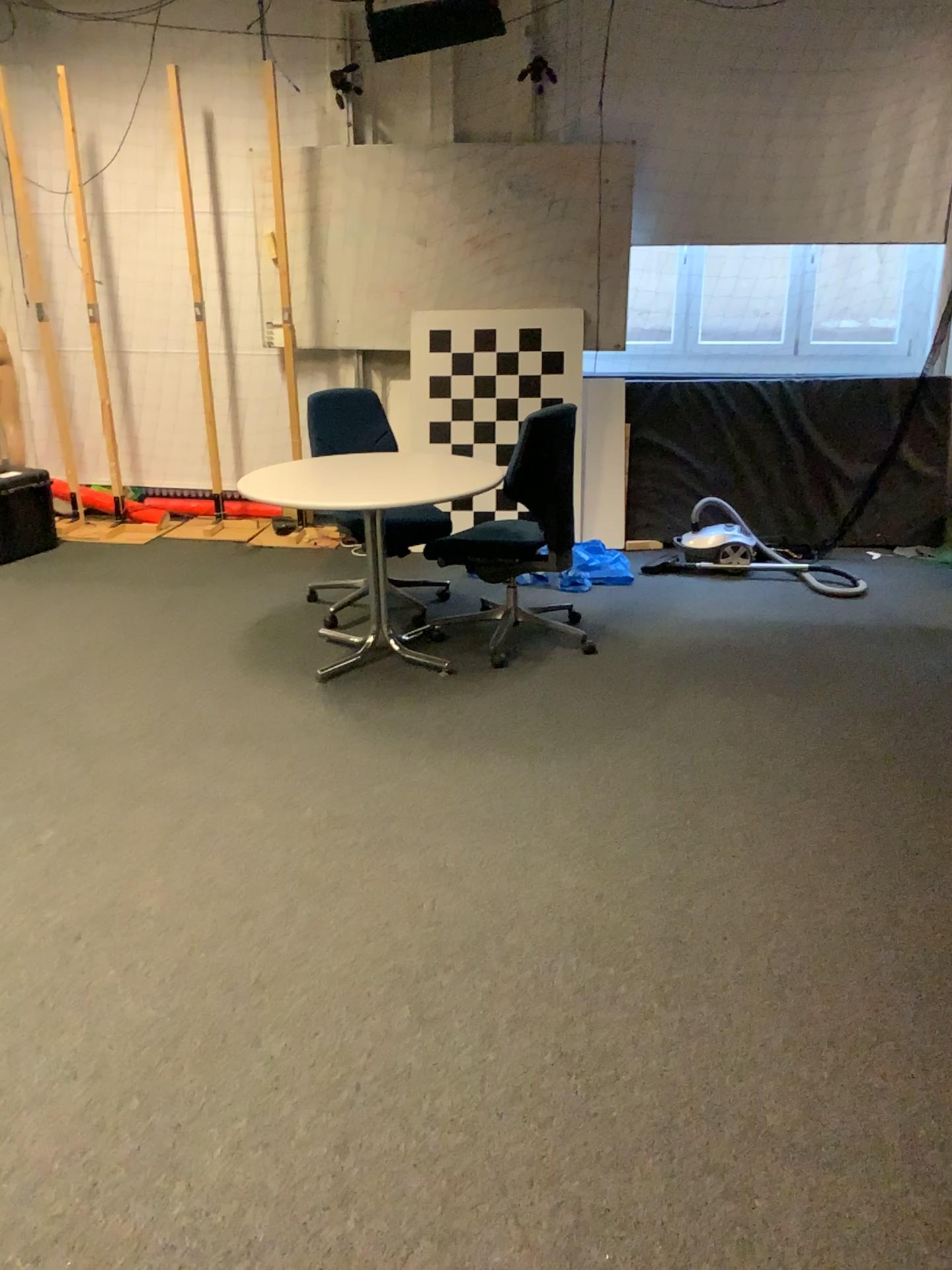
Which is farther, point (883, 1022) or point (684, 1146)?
point (883, 1022)

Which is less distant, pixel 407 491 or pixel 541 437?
pixel 407 491

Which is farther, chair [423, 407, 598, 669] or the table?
chair [423, 407, 598, 669]
